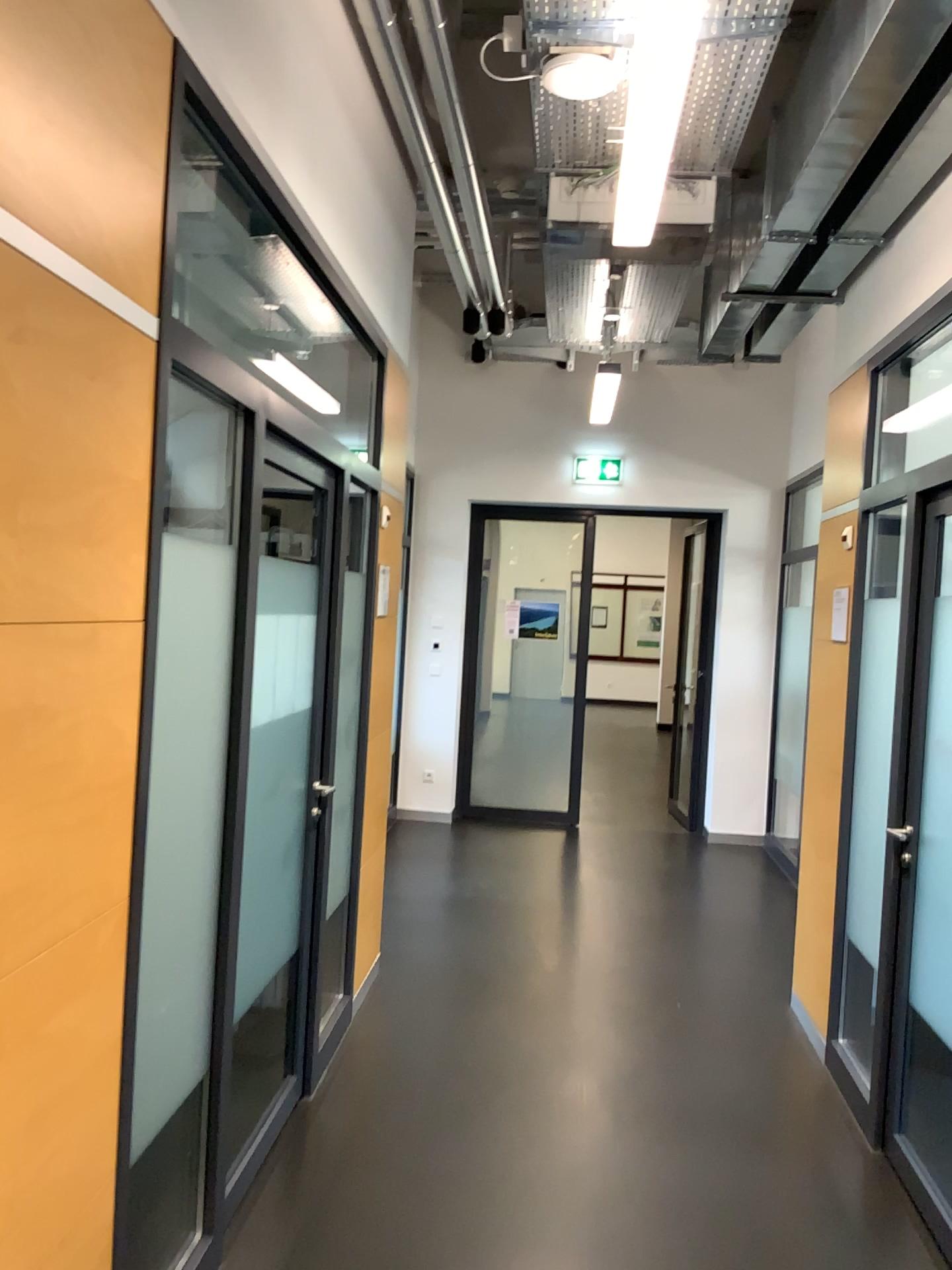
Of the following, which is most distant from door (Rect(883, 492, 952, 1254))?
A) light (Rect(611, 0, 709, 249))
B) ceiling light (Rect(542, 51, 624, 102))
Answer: ceiling light (Rect(542, 51, 624, 102))

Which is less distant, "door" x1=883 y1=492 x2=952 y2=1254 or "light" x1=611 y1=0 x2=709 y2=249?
"light" x1=611 y1=0 x2=709 y2=249

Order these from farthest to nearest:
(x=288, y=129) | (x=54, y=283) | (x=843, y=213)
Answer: (x=843, y=213) → (x=288, y=129) → (x=54, y=283)

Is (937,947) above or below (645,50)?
below

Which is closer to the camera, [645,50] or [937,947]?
[645,50]

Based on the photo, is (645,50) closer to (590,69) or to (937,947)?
(590,69)

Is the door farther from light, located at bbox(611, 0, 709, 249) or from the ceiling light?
the ceiling light

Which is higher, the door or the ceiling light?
the ceiling light
